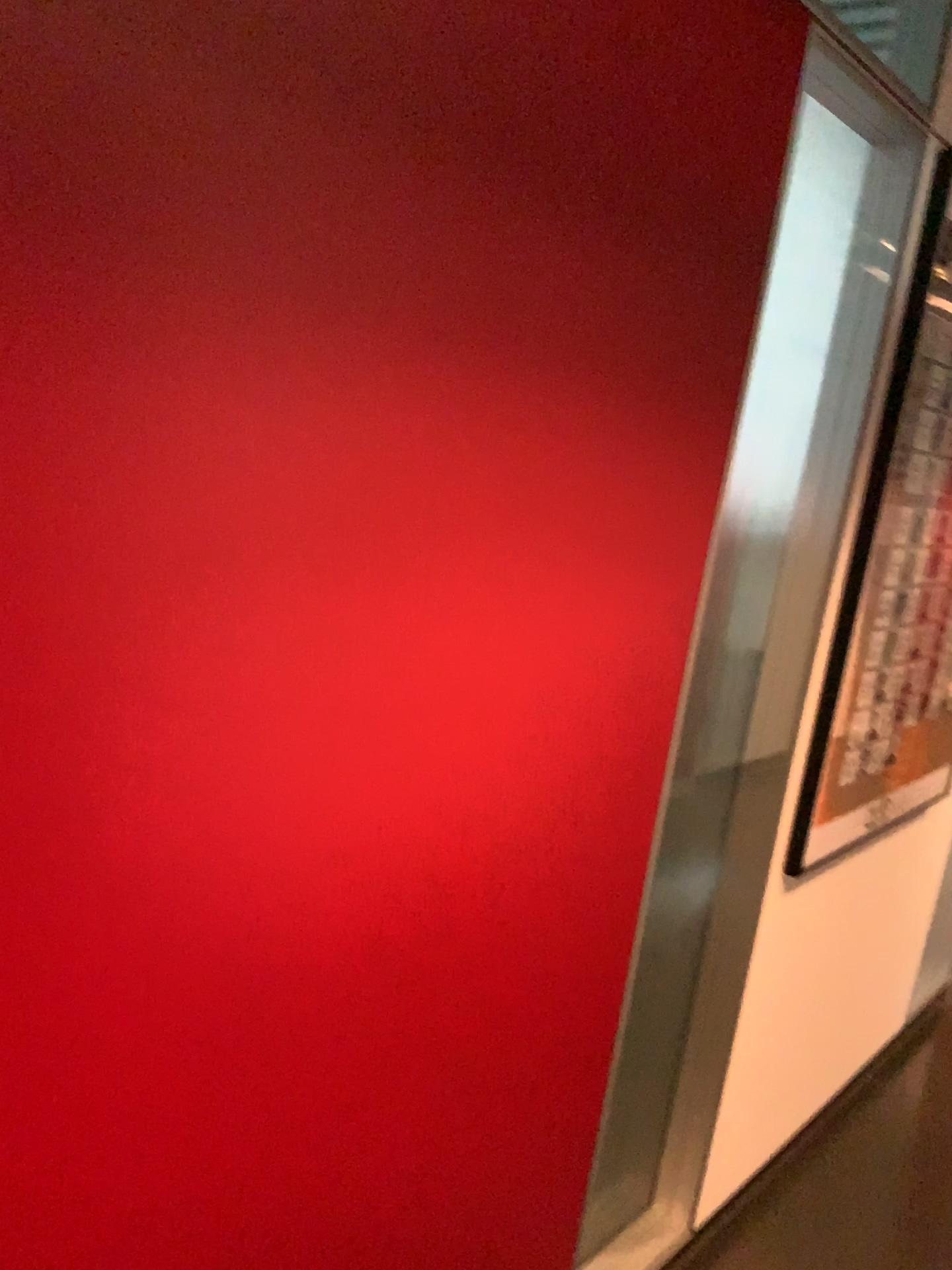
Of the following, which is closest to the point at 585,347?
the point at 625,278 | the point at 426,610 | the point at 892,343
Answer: the point at 625,278
